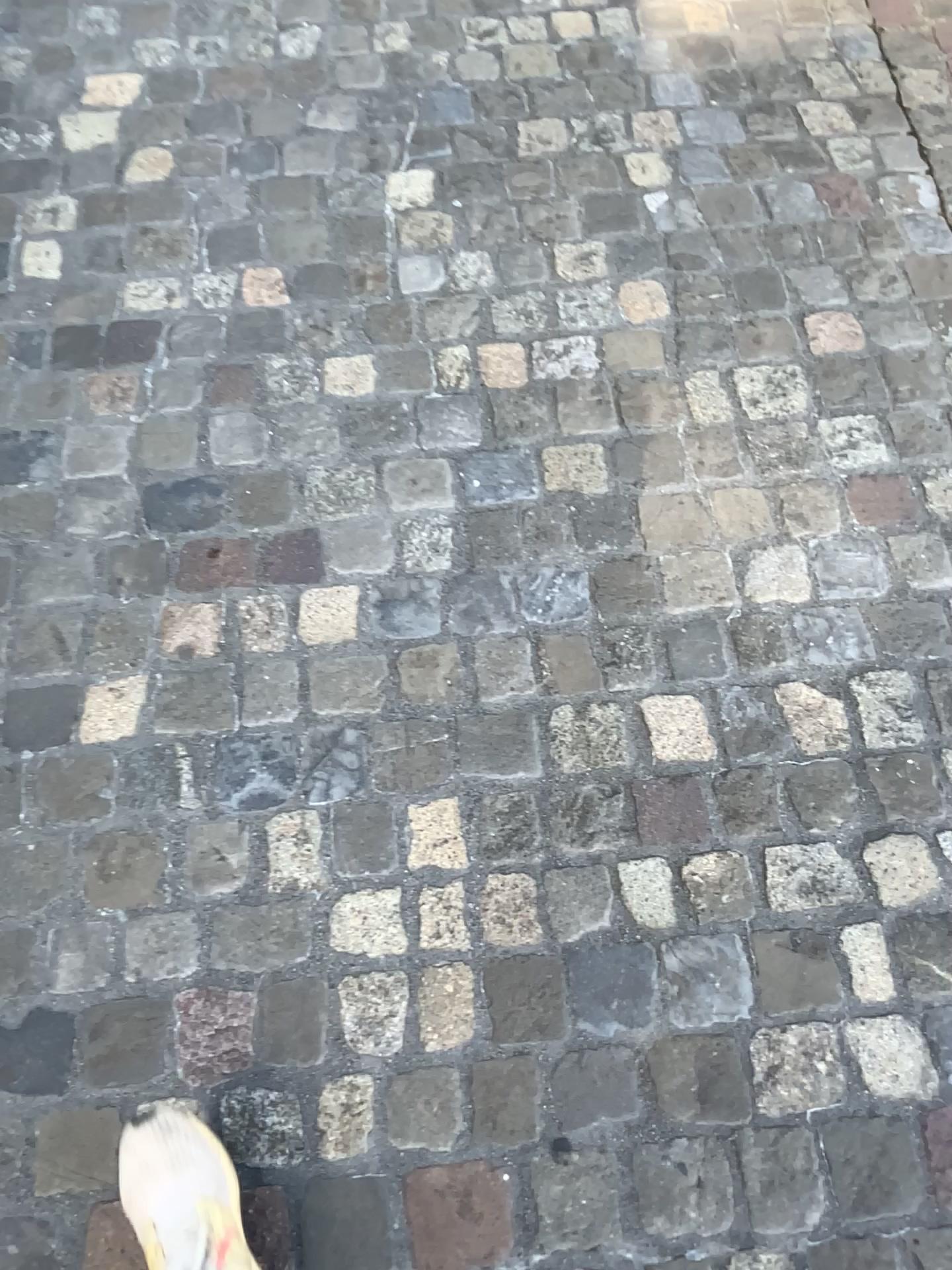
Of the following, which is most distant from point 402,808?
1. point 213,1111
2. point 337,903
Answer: point 213,1111

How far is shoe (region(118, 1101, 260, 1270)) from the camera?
1.04m

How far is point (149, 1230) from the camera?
1.0 meters
